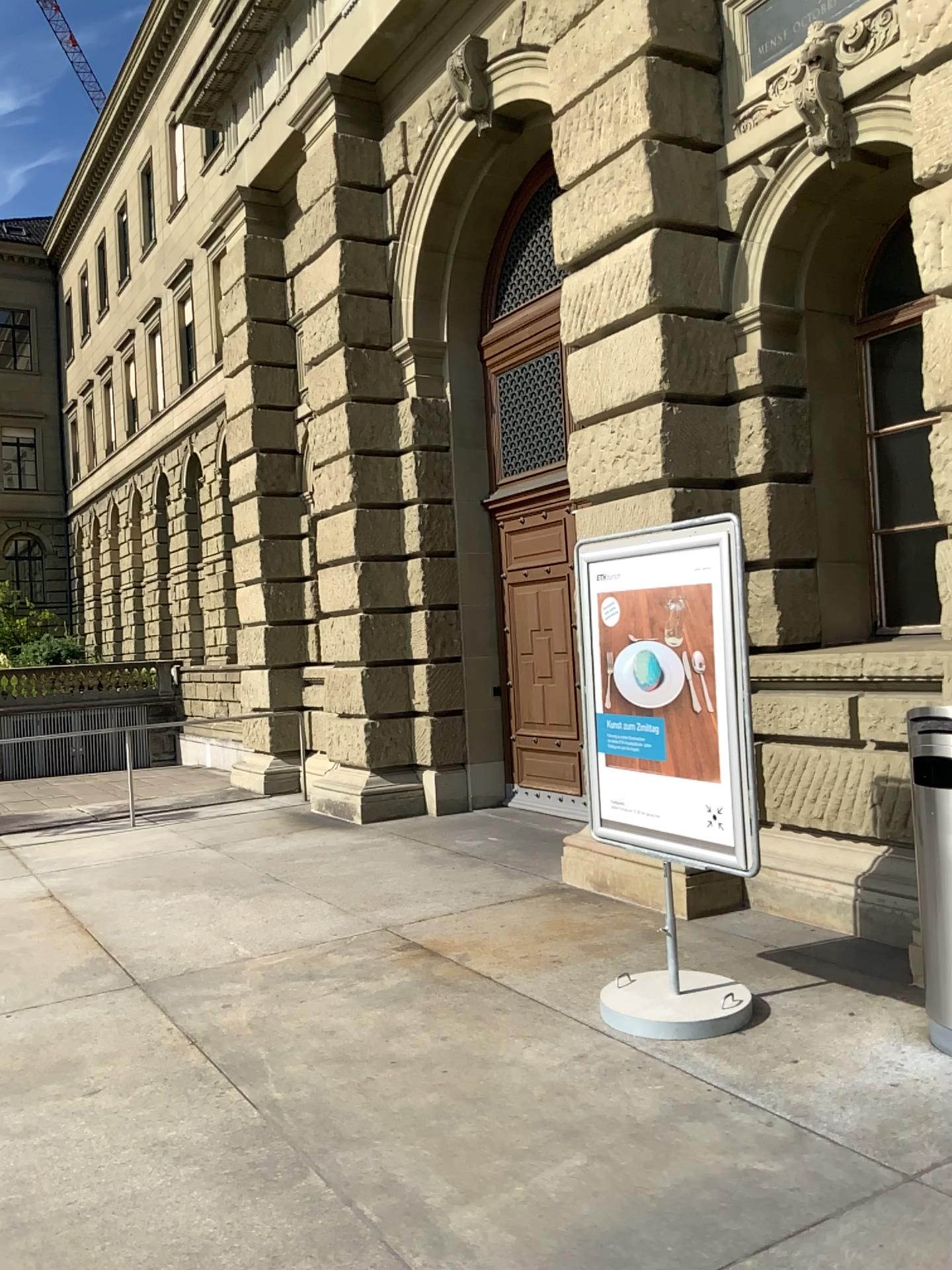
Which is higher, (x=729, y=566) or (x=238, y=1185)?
(x=729, y=566)
